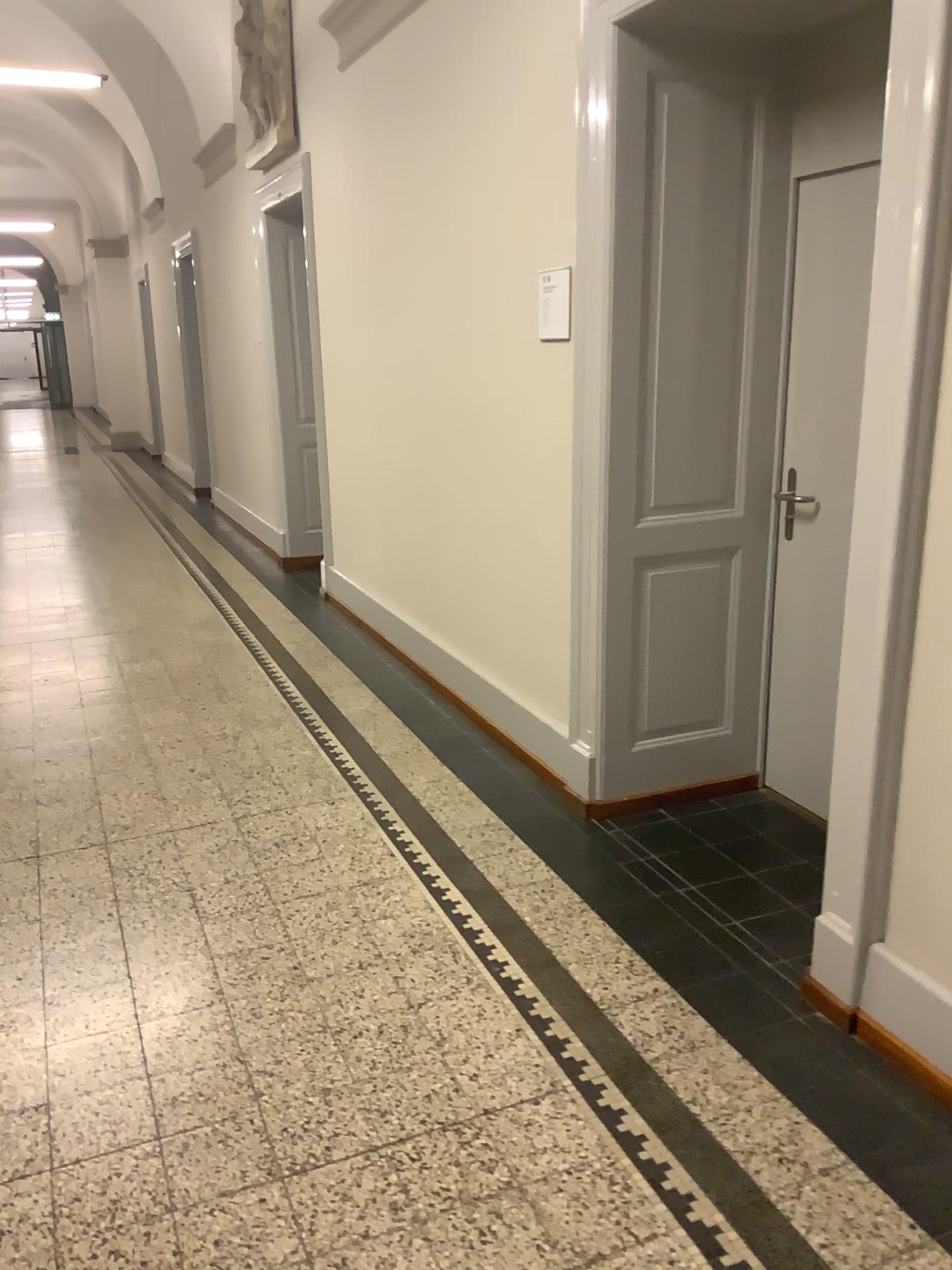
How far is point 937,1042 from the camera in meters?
2.1 m

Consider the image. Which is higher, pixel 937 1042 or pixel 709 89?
pixel 709 89

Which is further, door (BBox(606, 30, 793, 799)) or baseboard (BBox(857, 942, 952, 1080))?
door (BBox(606, 30, 793, 799))

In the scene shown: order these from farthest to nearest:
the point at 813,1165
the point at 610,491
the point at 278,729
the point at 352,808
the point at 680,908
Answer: the point at 278,729 < the point at 352,808 < the point at 610,491 < the point at 680,908 < the point at 813,1165

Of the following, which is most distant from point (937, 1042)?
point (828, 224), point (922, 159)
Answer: point (828, 224)

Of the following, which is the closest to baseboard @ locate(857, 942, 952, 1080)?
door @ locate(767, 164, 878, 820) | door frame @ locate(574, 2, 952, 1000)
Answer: door frame @ locate(574, 2, 952, 1000)

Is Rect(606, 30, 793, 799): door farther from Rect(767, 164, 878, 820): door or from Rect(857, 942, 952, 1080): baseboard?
Rect(857, 942, 952, 1080): baseboard

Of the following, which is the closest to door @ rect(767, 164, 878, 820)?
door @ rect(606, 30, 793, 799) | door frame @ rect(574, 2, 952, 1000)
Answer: door @ rect(606, 30, 793, 799)

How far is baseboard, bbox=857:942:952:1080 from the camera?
2.1m

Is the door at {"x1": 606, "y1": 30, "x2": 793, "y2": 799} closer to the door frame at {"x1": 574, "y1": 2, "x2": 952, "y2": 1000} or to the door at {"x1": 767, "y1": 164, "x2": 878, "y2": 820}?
the door at {"x1": 767, "y1": 164, "x2": 878, "y2": 820}
